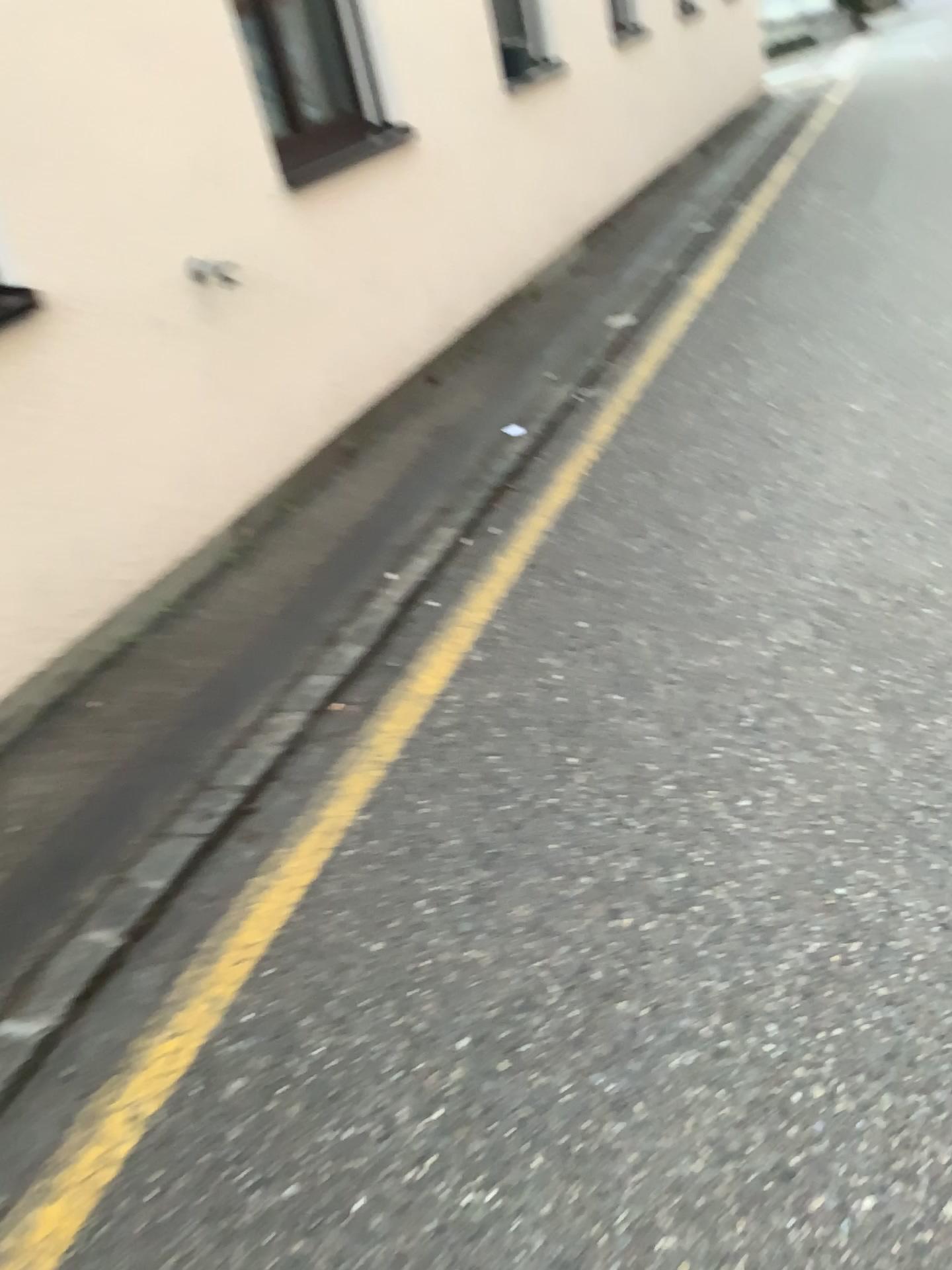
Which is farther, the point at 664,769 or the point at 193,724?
the point at 193,724
